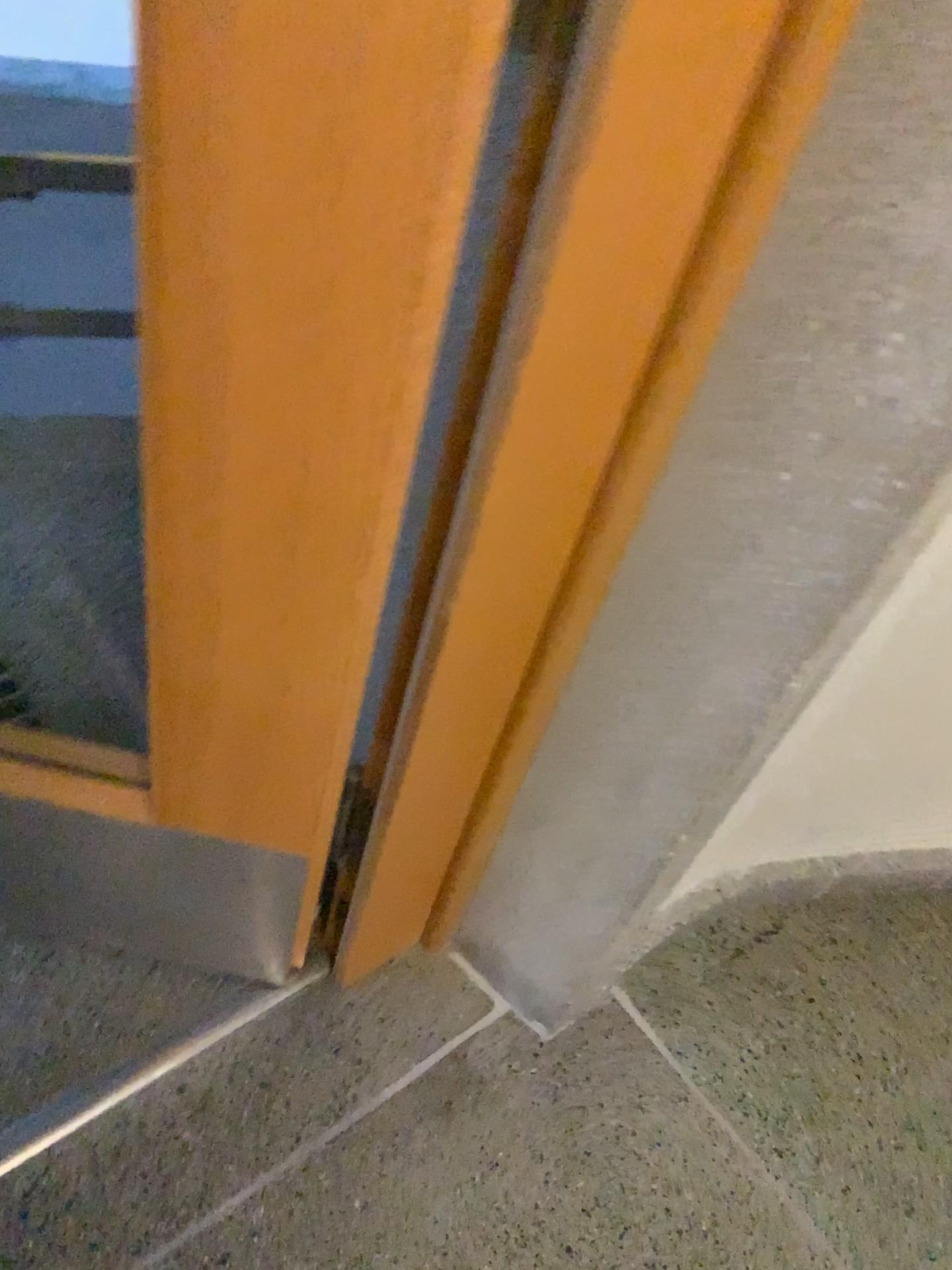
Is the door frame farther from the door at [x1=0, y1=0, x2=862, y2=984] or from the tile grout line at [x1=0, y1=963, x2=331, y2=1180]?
the tile grout line at [x1=0, y1=963, x2=331, y2=1180]

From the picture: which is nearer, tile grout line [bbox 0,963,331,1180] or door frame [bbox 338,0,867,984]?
door frame [bbox 338,0,867,984]

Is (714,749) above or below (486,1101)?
above

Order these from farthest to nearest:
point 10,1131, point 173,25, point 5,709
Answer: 1. point 5,709
2. point 10,1131
3. point 173,25

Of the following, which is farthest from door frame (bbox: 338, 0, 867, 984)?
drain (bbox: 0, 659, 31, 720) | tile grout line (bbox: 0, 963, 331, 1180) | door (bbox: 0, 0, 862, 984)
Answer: drain (bbox: 0, 659, 31, 720)

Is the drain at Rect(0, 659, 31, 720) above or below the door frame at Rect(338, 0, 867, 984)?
below

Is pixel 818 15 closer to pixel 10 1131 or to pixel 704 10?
pixel 704 10

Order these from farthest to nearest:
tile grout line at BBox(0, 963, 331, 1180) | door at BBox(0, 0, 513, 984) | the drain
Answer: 1. the drain
2. tile grout line at BBox(0, 963, 331, 1180)
3. door at BBox(0, 0, 513, 984)

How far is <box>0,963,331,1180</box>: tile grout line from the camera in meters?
1.1

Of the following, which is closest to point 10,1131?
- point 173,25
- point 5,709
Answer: point 5,709
